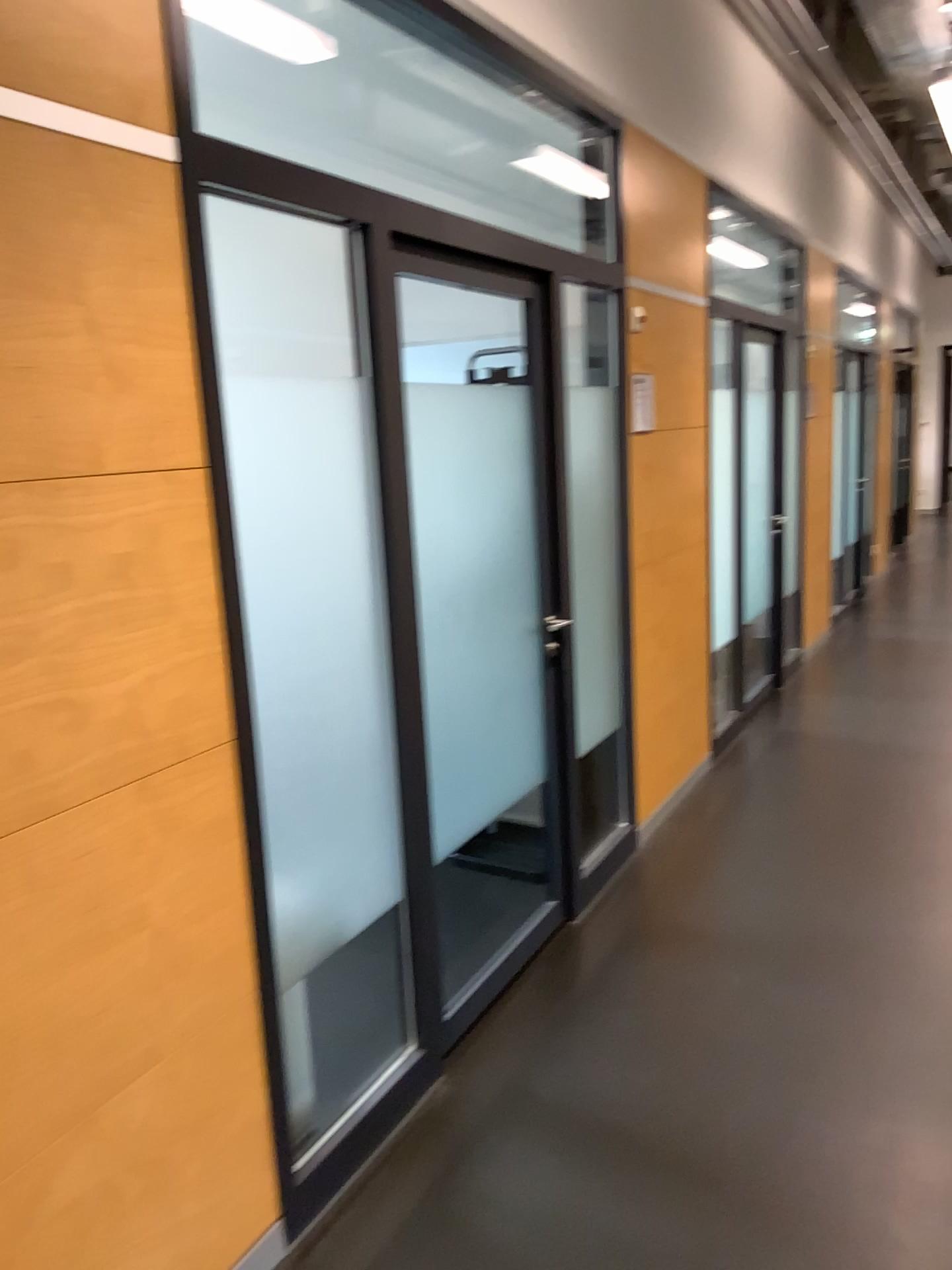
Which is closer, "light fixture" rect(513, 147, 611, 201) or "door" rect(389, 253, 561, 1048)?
"door" rect(389, 253, 561, 1048)

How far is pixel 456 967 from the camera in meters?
→ 3.1 m

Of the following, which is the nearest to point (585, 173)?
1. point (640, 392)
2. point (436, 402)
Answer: point (640, 392)

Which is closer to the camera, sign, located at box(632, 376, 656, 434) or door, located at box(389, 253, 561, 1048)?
door, located at box(389, 253, 561, 1048)

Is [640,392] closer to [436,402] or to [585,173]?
[585,173]

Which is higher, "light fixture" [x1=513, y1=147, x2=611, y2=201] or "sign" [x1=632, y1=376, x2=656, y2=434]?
"light fixture" [x1=513, y1=147, x2=611, y2=201]

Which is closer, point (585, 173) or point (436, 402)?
point (436, 402)

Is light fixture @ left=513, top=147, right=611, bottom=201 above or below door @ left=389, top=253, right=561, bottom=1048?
above
